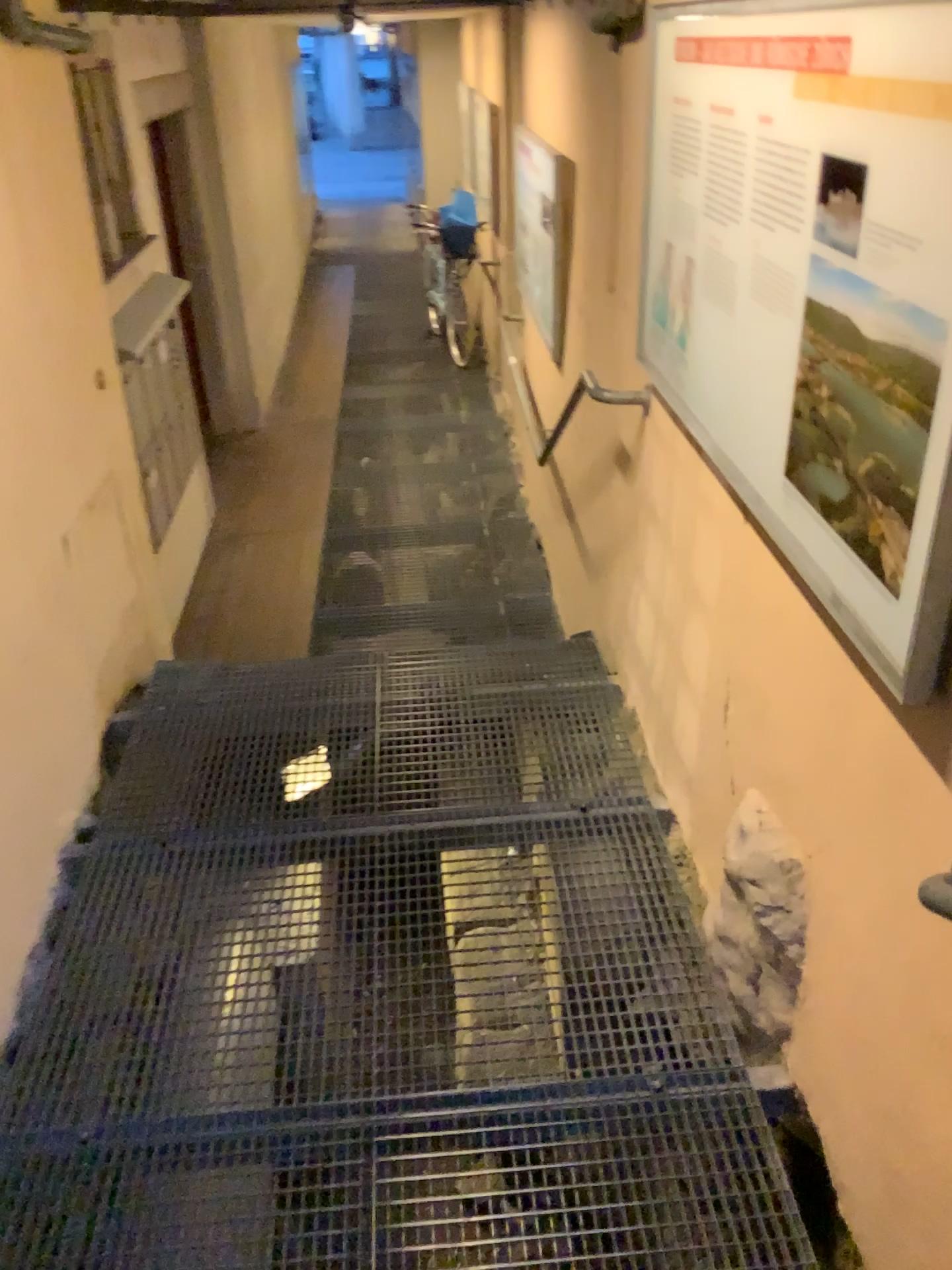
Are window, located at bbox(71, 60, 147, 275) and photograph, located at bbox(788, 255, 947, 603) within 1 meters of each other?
no

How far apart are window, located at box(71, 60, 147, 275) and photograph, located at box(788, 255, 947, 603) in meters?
2.6 m

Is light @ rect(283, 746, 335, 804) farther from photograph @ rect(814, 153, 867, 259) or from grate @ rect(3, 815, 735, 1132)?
A: photograph @ rect(814, 153, 867, 259)

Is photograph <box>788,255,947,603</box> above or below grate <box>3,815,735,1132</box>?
above

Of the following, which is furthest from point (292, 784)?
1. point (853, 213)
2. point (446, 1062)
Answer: point (853, 213)

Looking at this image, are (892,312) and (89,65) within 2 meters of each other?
no

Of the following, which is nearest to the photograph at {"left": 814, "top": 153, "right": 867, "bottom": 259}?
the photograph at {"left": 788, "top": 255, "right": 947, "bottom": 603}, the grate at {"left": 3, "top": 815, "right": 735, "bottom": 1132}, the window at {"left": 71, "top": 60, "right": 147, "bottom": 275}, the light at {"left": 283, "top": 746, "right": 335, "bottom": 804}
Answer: the photograph at {"left": 788, "top": 255, "right": 947, "bottom": 603}

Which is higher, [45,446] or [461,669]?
[45,446]

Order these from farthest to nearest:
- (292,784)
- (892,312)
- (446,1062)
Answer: (292,784)
(446,1062)
(892,312)

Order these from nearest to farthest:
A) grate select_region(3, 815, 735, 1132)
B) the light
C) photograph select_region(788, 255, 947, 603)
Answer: photograph select_region(788, 255, 947, 603), grate select_region(3, 815, 735, 1132), the light
